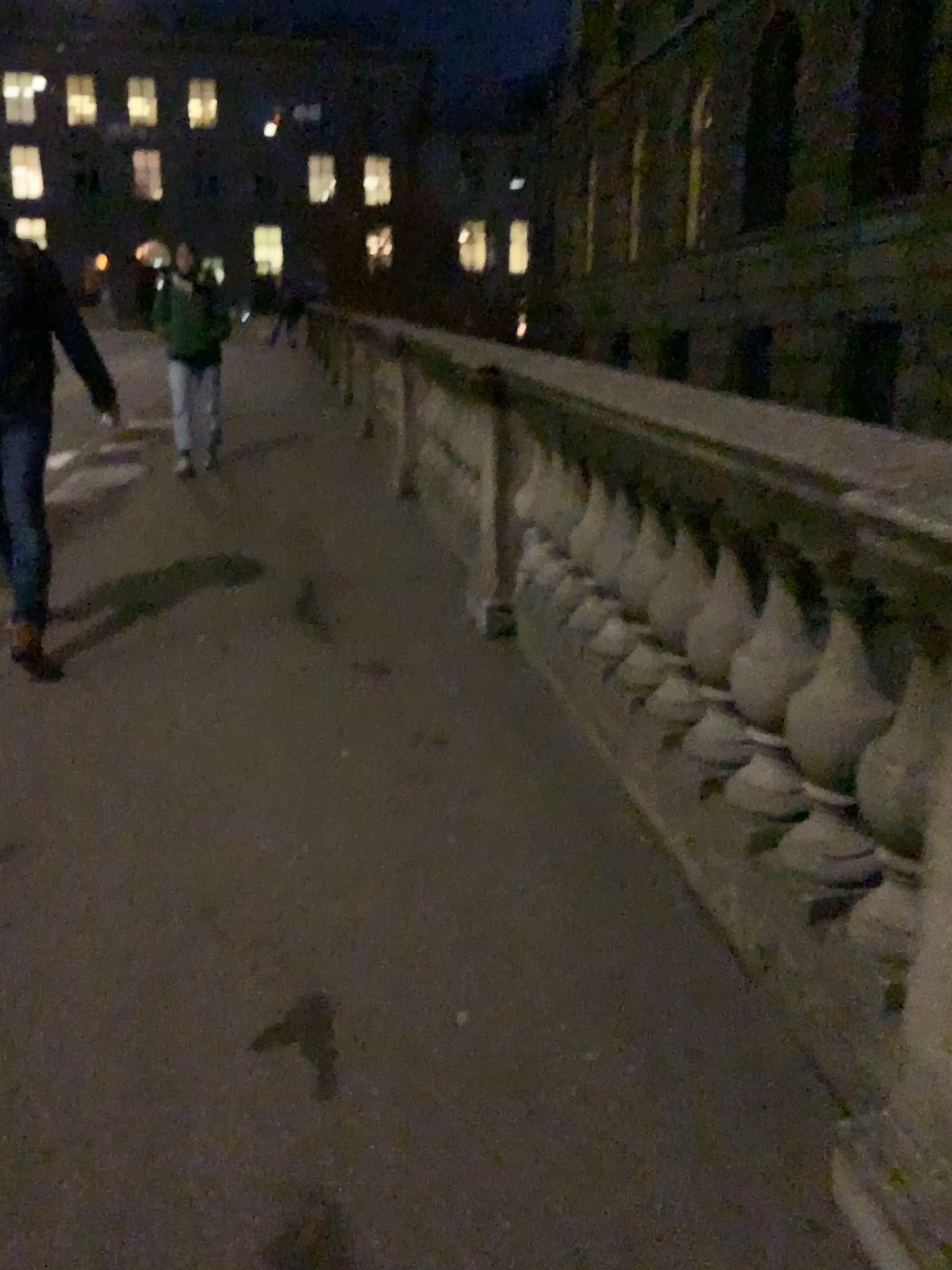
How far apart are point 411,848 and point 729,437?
1.3m
